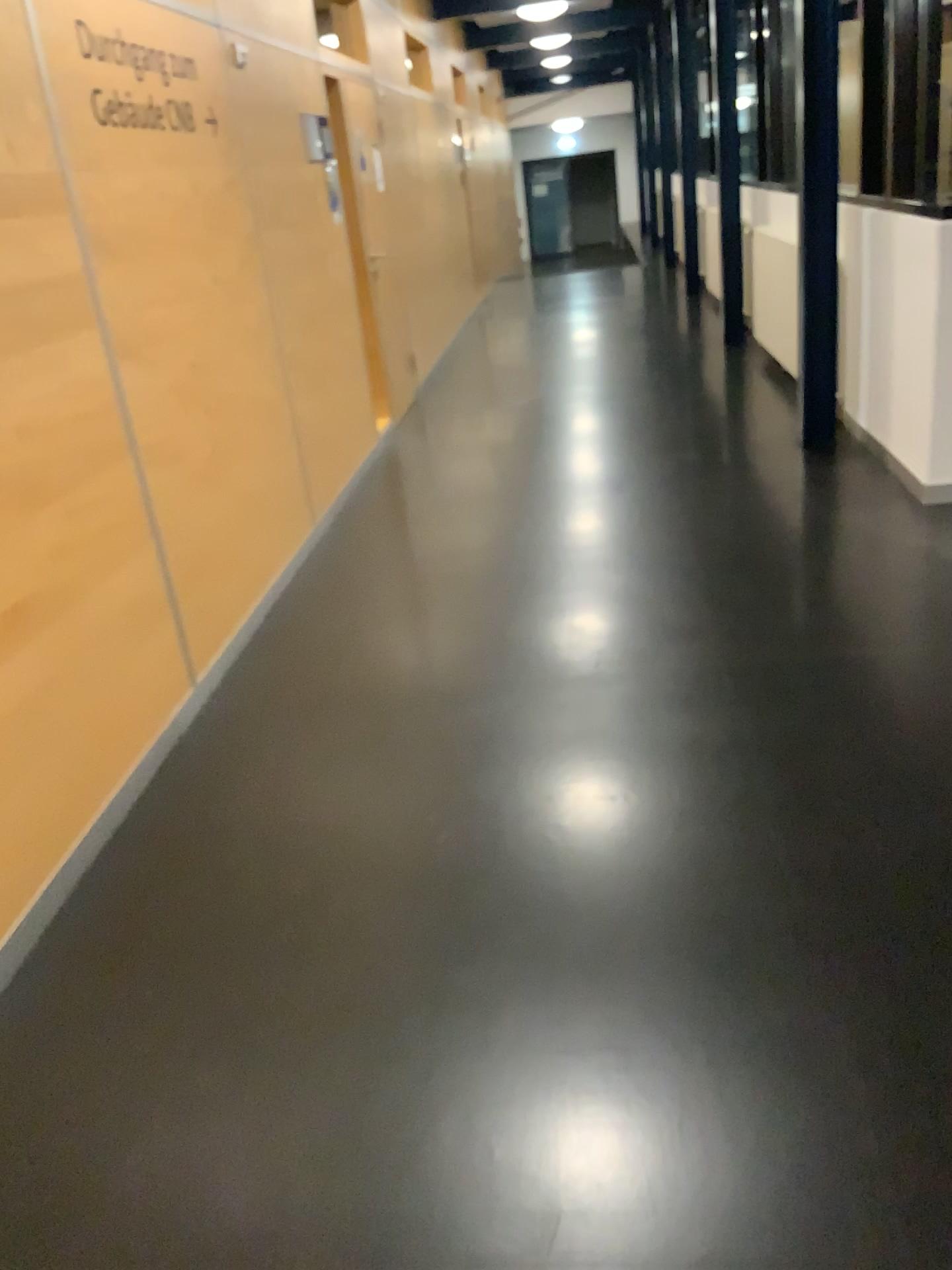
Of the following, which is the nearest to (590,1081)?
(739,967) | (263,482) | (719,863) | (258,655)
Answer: (739,967)
